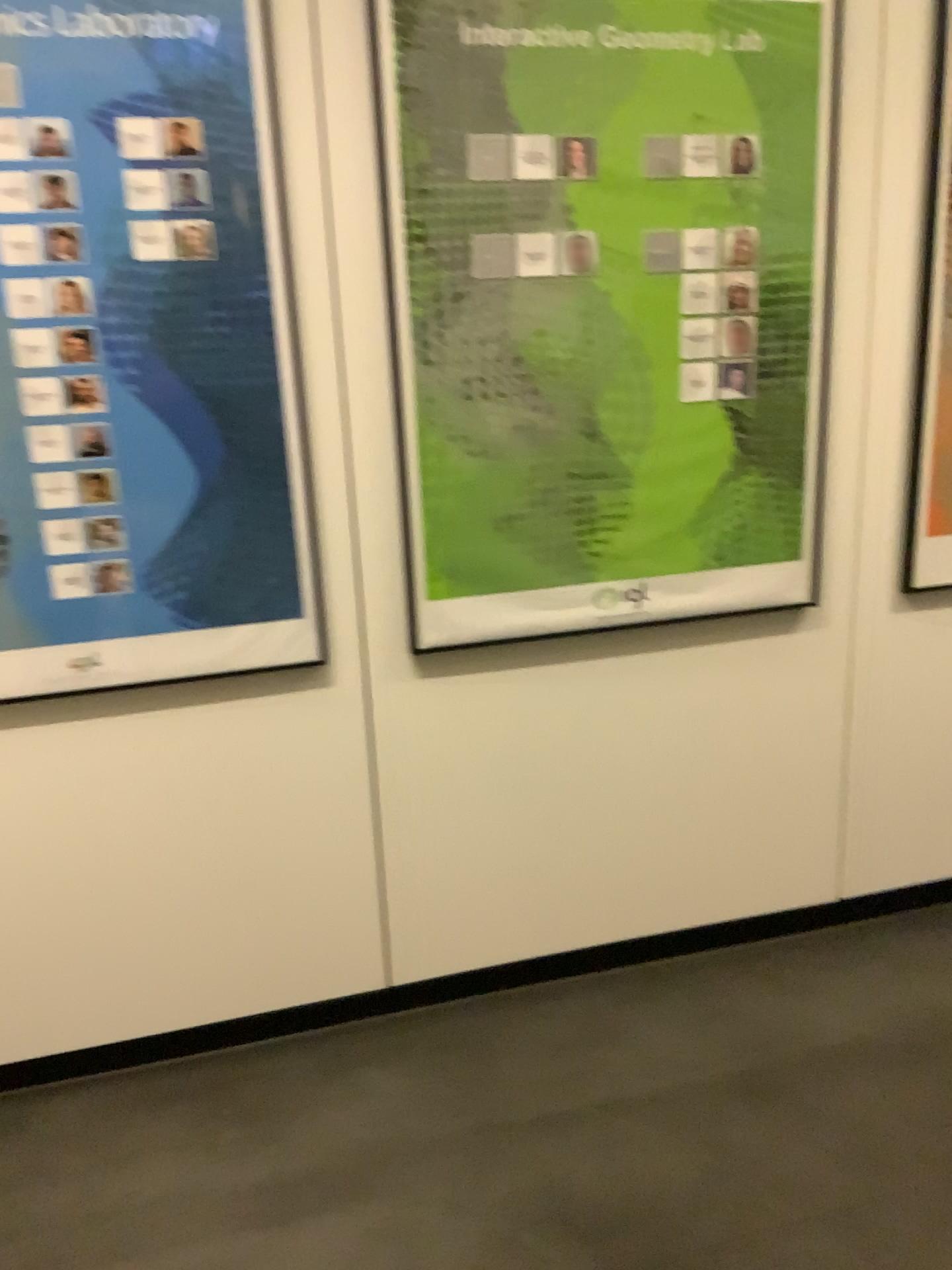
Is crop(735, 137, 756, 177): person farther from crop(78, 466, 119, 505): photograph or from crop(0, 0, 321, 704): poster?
crop(78, 466, 119, 505): photograph

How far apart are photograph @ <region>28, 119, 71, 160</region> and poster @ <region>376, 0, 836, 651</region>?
0.5m

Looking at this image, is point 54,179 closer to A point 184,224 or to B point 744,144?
A point 184,224

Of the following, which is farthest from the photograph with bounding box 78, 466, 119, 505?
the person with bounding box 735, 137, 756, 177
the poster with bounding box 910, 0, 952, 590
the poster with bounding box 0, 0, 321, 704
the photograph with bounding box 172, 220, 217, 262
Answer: the poster with bounding box 910, 0, 952, 590

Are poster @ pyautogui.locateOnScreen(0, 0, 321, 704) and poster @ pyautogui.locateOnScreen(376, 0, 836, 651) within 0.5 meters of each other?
yes

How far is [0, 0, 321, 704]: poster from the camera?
1.8 meters

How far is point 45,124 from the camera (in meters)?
1.75

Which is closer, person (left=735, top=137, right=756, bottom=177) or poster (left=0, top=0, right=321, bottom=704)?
poster (left=0, top=0, right=321, bottom=704)

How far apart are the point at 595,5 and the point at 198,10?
0.71m

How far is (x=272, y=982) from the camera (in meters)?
2.28
